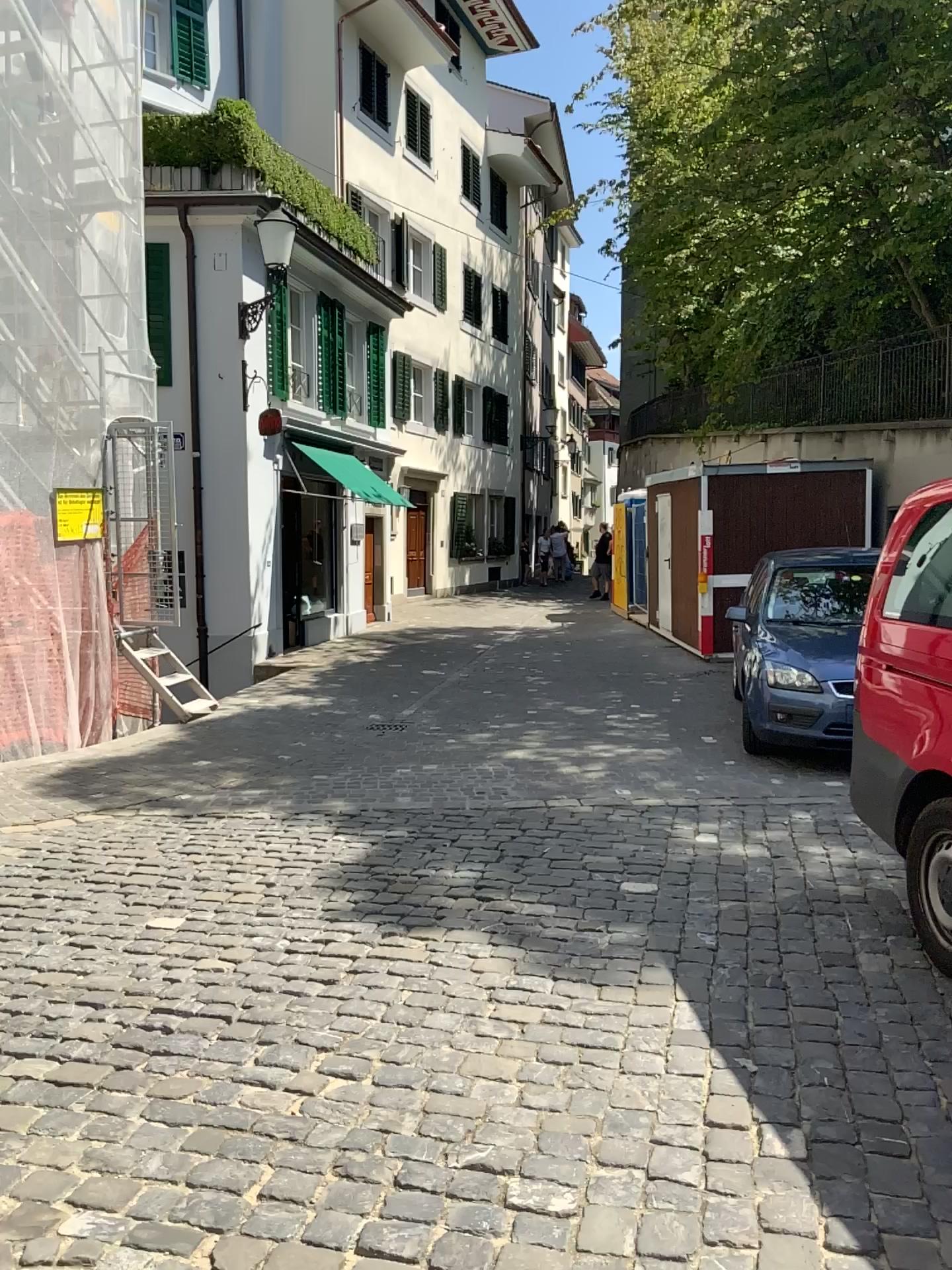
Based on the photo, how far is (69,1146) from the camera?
2.7 meters
